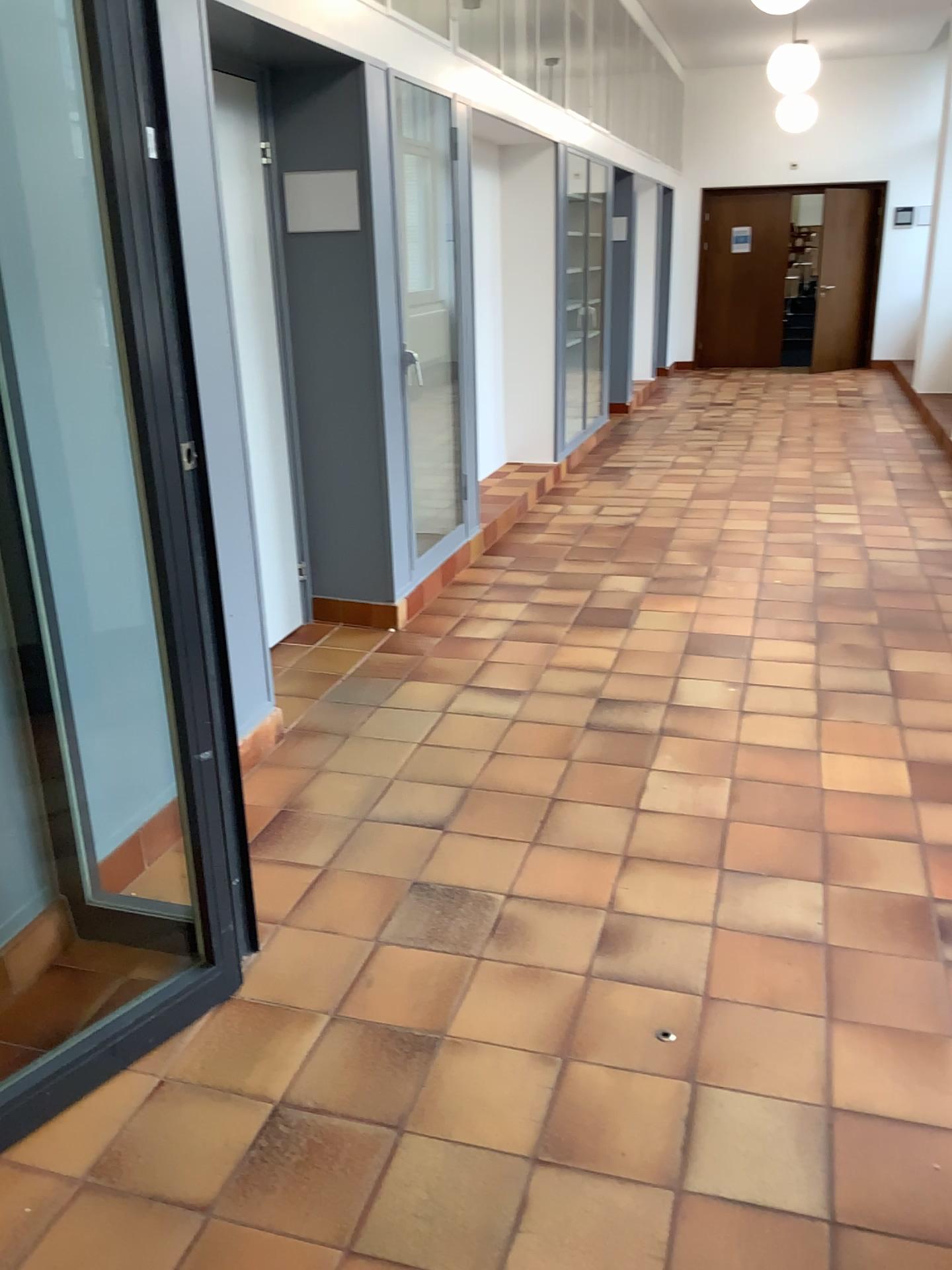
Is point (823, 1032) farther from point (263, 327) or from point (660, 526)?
point (660, 526)

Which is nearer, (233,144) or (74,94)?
(74,94)

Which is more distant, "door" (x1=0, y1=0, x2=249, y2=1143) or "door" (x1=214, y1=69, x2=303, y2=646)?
"door" (x1=214, y1=69, x2=303, y2=646)
